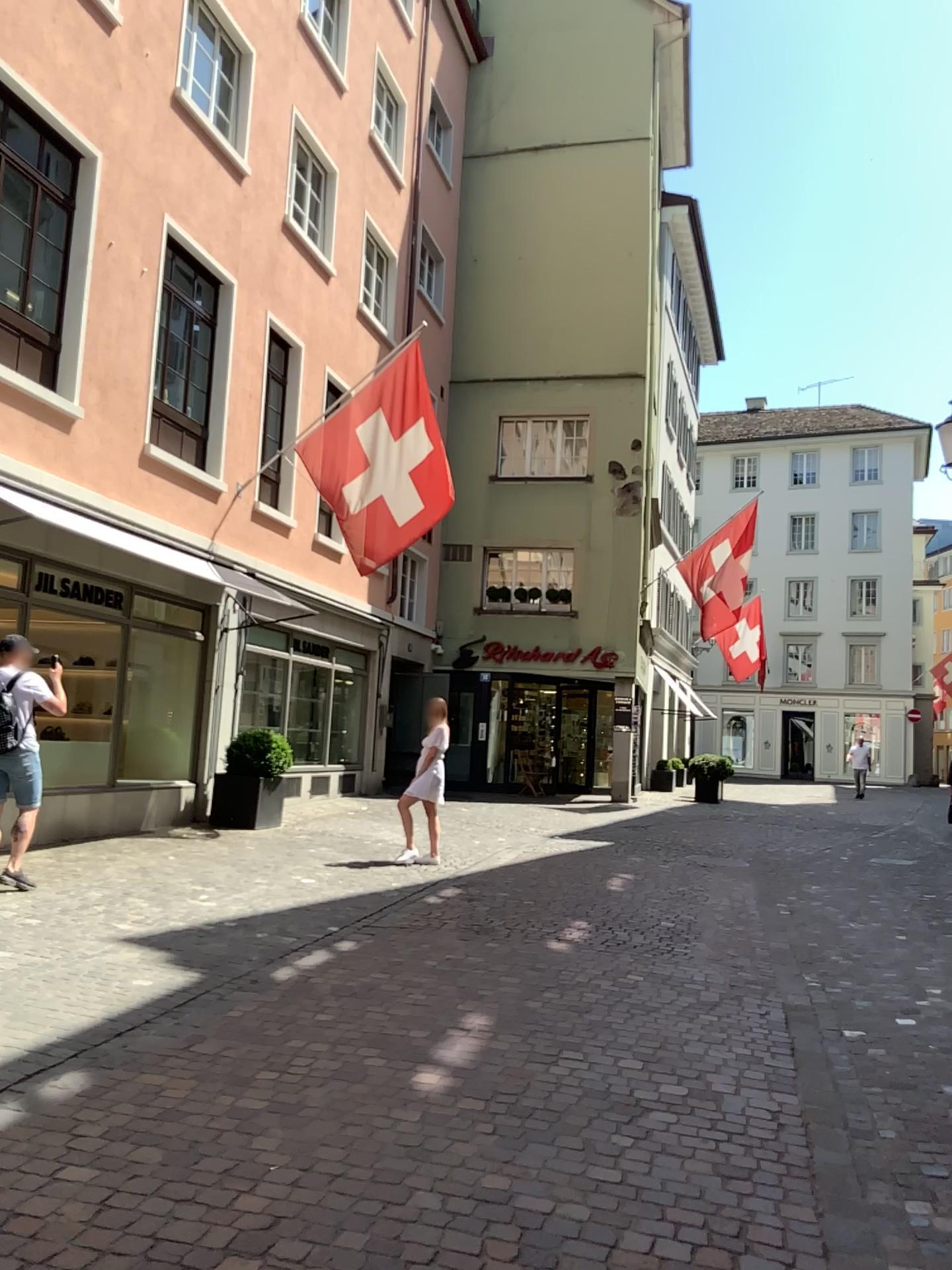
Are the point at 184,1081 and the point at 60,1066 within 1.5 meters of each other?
yes
